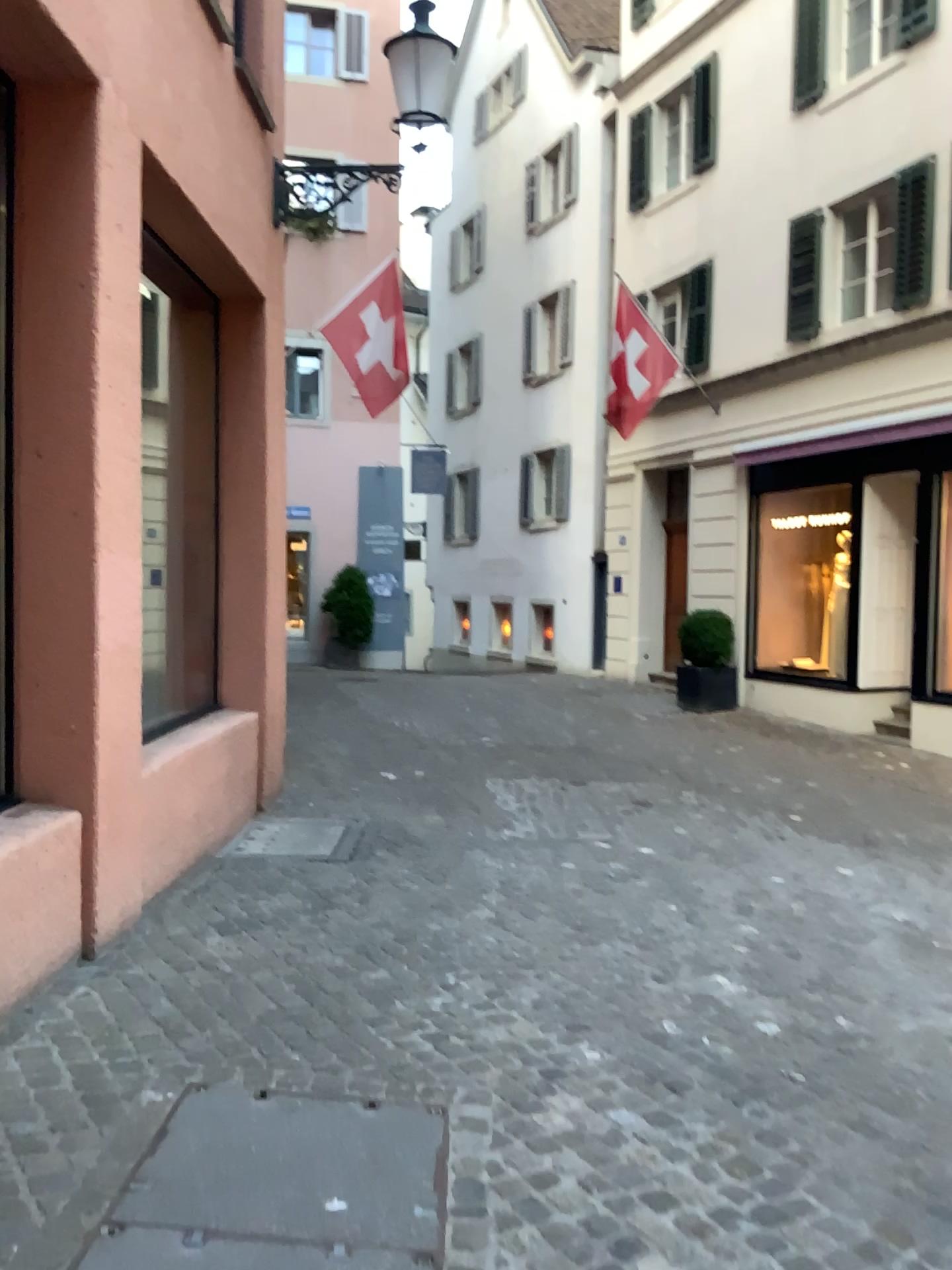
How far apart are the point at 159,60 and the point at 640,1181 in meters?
5.1 m
